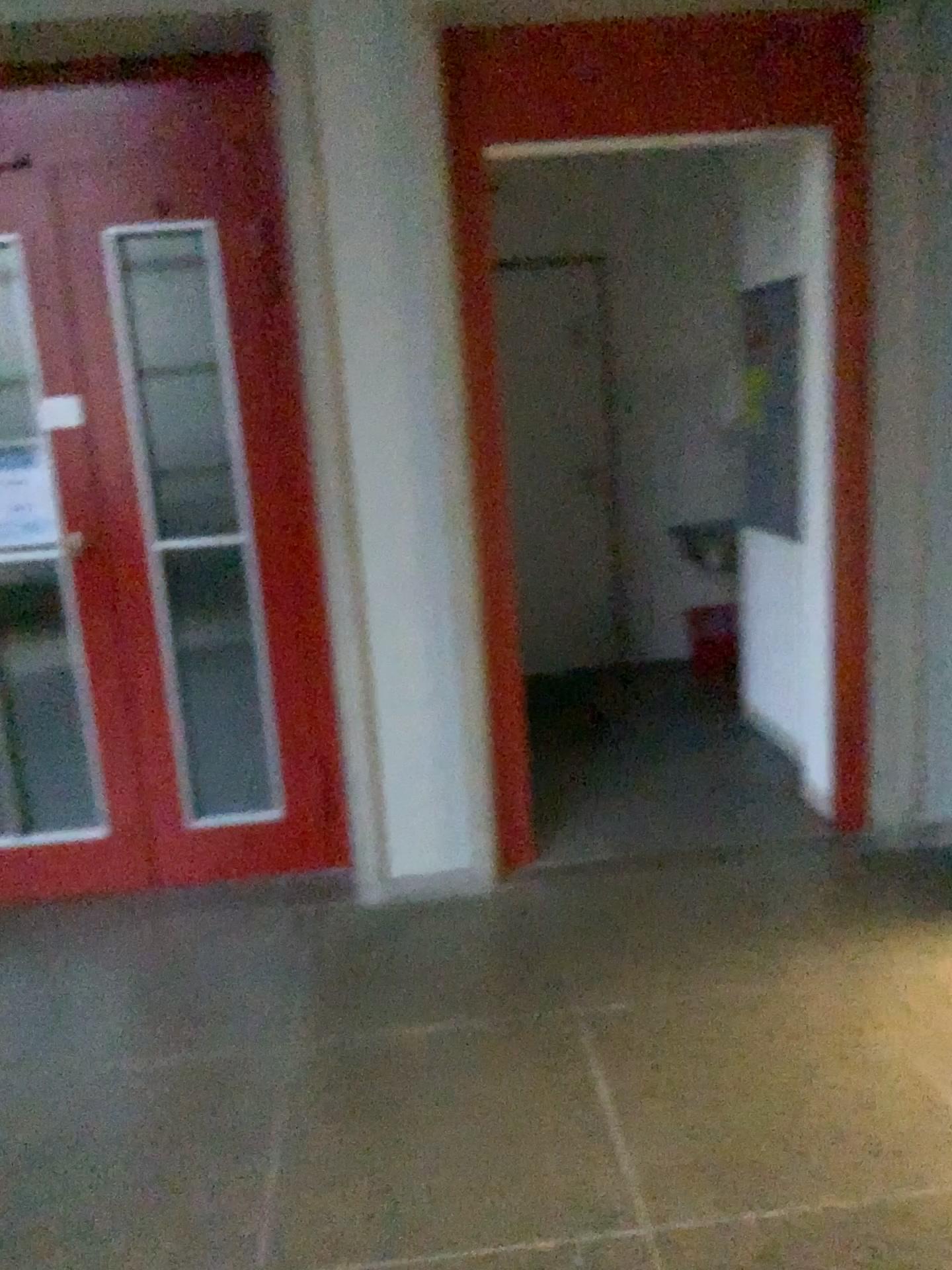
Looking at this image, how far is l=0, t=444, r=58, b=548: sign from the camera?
3.08m

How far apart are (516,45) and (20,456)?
1.8m

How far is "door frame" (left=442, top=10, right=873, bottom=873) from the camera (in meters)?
2.84

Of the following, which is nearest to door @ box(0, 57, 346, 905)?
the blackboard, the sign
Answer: the sign

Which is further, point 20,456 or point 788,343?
point 788,343

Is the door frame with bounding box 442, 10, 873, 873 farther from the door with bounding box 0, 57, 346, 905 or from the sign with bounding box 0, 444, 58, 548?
the sign with bounding box 0, 444, 58, 548

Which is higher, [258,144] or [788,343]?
[258,144]

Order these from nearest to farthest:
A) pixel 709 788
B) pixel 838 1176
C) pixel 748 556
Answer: pixel 838 1176, pixel 709 788, pixel 748 556

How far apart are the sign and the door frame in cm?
123

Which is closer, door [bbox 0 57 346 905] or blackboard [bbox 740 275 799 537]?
door [bbox 0 57 346 905]
